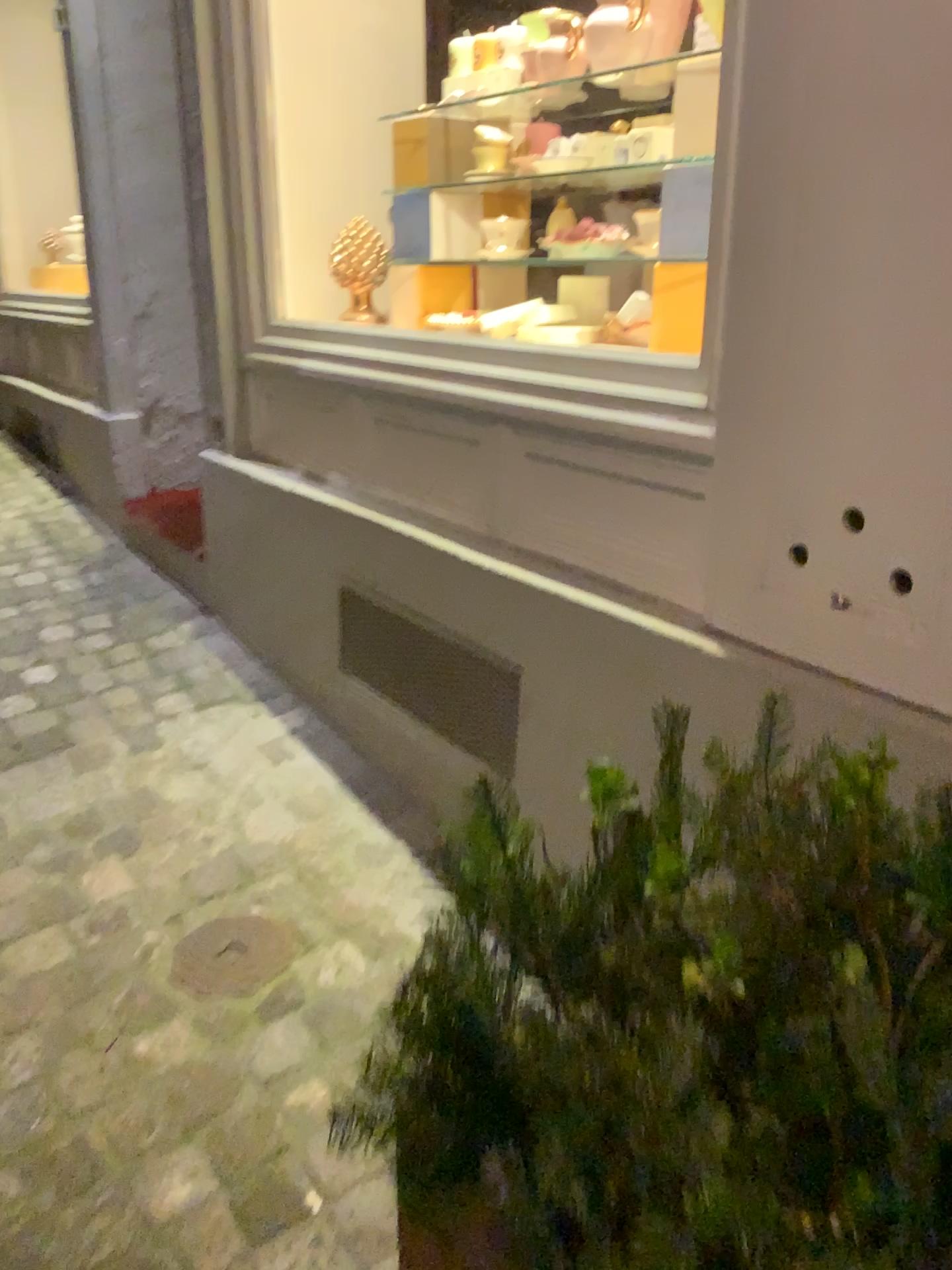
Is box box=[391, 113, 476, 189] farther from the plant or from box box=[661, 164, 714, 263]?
the plant

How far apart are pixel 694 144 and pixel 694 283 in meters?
0.3 m

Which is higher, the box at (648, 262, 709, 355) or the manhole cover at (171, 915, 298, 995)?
the box at (648, 262, 709, 355)

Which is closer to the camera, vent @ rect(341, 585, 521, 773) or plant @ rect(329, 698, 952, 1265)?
plant @ rect(329, 698, 952, 1265)

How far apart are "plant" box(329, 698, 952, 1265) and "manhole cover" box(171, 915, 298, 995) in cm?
71

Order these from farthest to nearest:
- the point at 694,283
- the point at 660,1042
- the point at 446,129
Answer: the point at 446,129 → the point at 694,283 → the point at 660,1042

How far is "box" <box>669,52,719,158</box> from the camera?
1.8m

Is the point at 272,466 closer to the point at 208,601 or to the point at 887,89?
the point at 208,601

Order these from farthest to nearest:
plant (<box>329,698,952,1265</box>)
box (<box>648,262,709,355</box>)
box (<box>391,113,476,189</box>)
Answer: box (<box>391,113,476,189</box>)
box (<box>648,262,709,355</box>)
plant (<box>329,698,952,1265</box>)

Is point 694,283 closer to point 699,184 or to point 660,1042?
point 699,184
